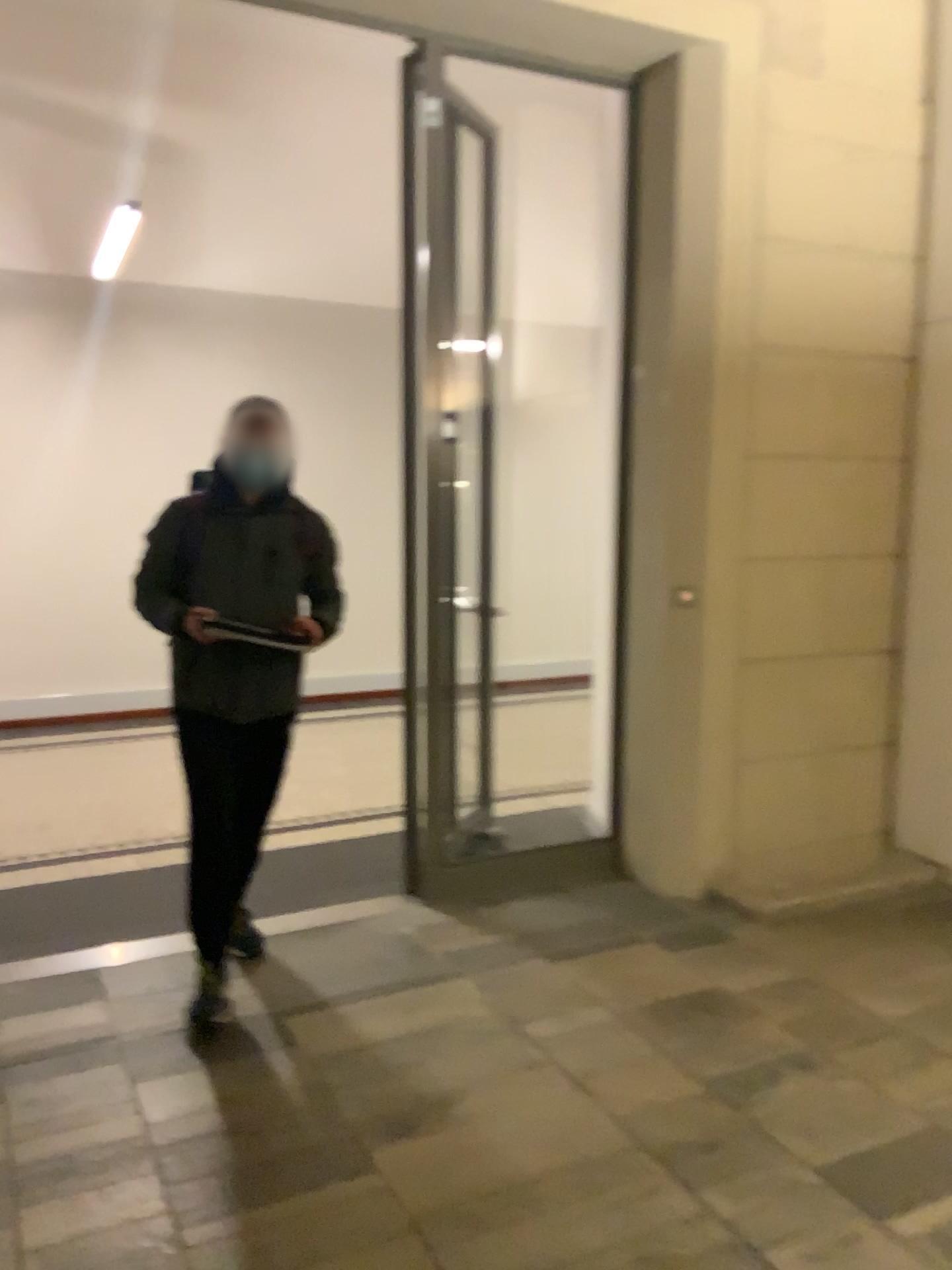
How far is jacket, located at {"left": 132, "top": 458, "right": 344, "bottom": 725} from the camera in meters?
3.2

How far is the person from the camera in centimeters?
316cm

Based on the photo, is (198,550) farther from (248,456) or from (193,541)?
(248,456)

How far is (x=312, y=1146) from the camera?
2.5m

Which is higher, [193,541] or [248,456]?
[248,456]

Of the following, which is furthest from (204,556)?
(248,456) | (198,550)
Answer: (248,456)
